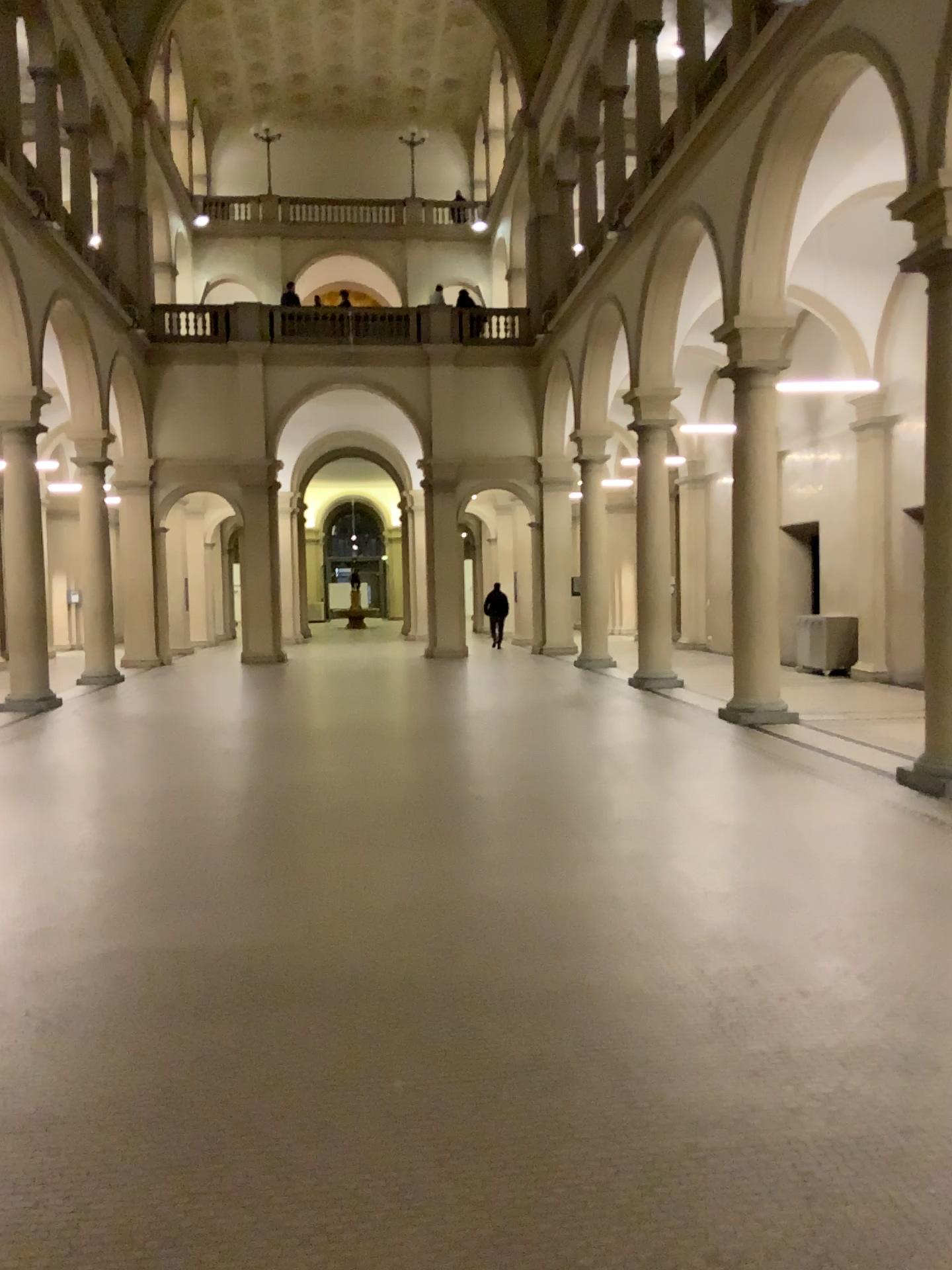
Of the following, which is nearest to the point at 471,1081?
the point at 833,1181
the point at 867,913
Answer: the point at 833,1181
